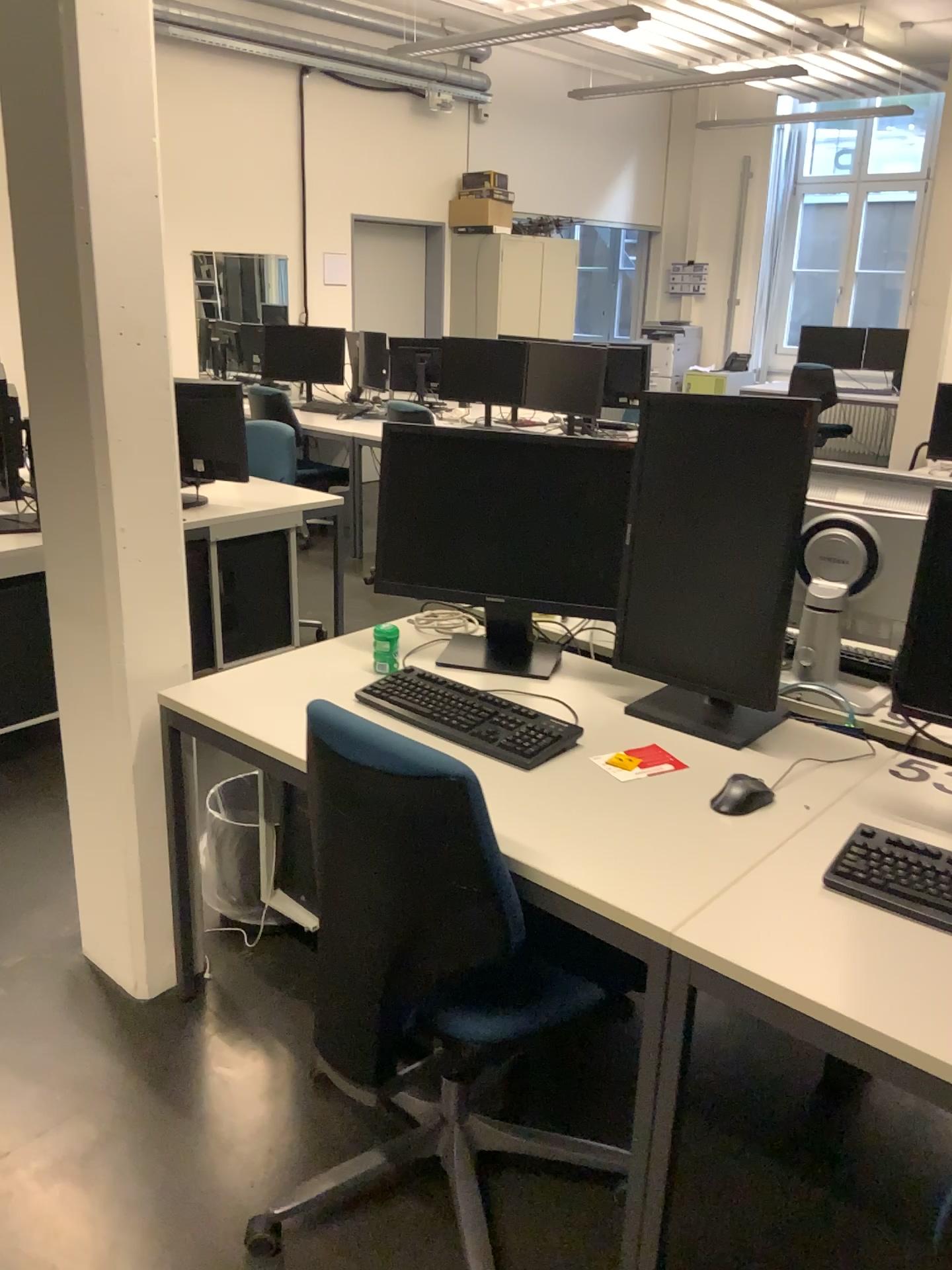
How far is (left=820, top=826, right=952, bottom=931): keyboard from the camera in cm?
144

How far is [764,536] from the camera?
1.9 meters

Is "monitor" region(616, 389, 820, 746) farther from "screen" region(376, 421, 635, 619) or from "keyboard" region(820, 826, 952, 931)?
"keyboard" region(820, 826, 952, 931)

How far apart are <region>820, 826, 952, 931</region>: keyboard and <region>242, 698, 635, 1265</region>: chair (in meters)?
0.45

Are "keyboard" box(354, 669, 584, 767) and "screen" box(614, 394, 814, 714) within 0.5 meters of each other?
yes

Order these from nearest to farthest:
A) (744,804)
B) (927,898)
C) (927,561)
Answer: (927,898) < (744,804) < (927,561)

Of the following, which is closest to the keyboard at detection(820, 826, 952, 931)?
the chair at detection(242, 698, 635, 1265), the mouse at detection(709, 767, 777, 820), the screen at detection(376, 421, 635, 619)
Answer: the mouse at detection(709, 767, 777, 820)

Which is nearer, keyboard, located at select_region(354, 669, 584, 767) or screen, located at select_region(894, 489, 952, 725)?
keyboard, located at select_region(354, 669, 584, 767)

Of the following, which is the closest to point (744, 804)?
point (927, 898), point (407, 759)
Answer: point (927, 898)

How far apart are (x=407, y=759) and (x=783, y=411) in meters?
1.0
